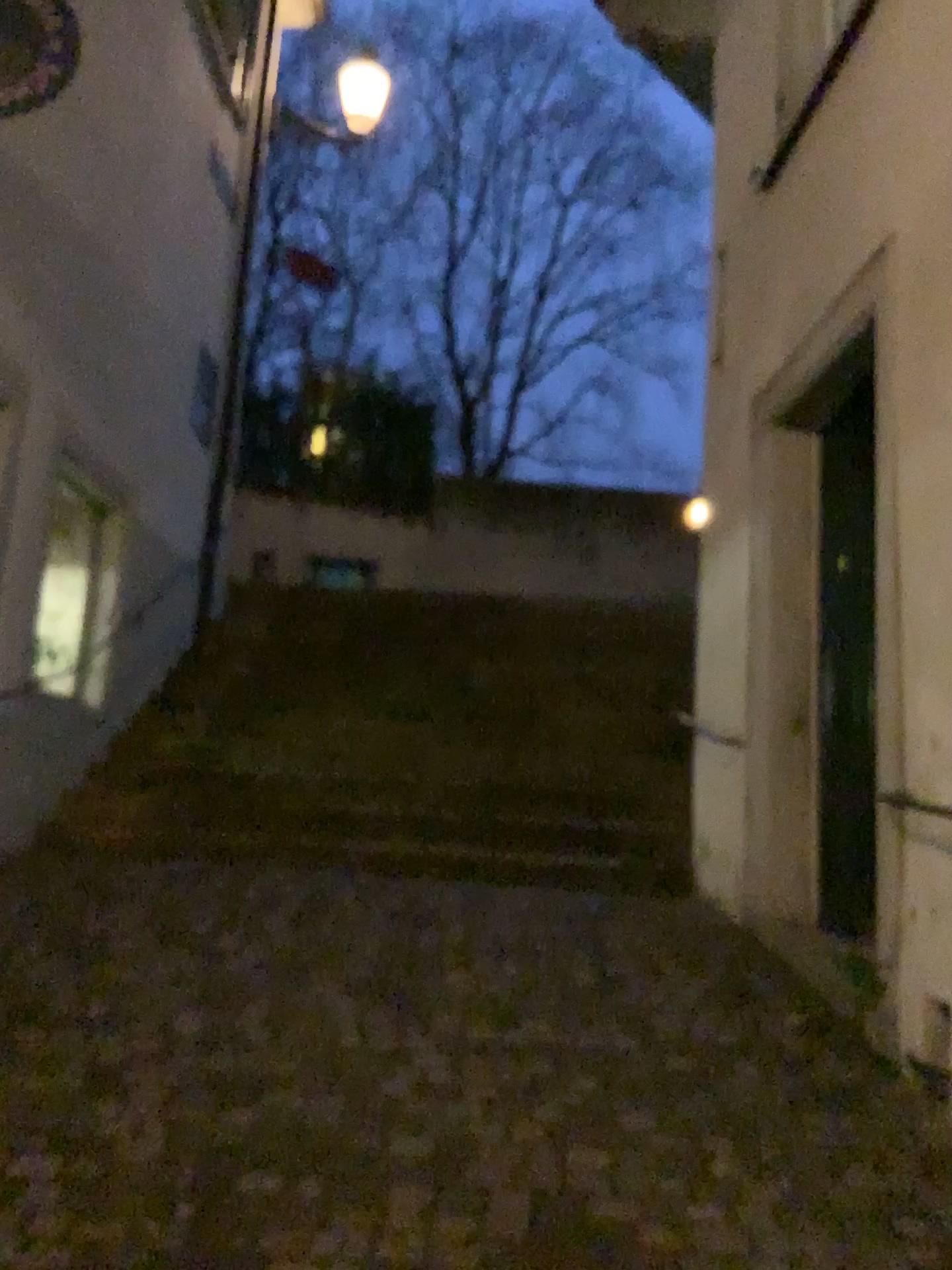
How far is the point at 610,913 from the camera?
4.6 meters
